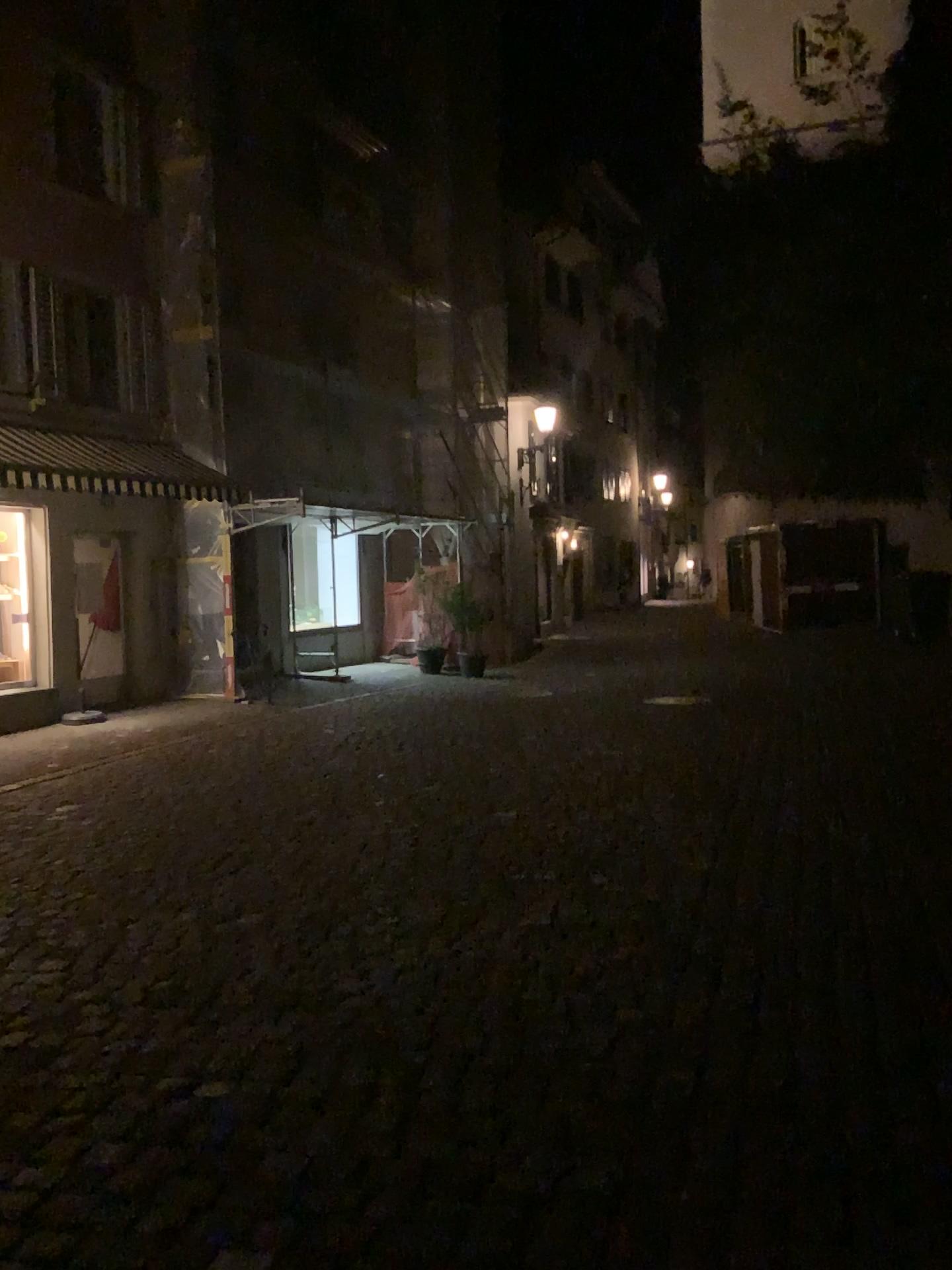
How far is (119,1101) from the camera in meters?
3.2 m
